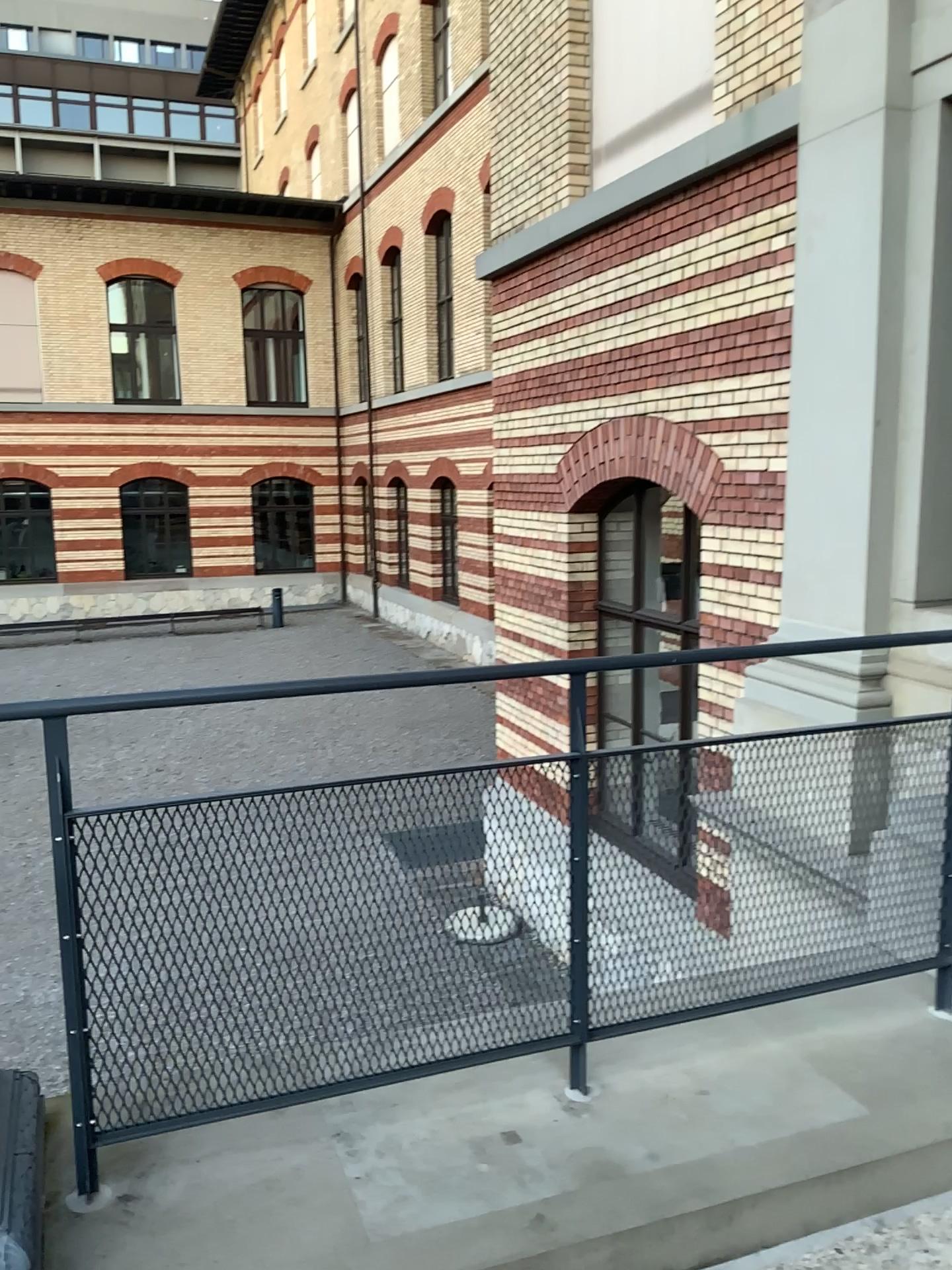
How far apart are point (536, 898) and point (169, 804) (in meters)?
0.84
